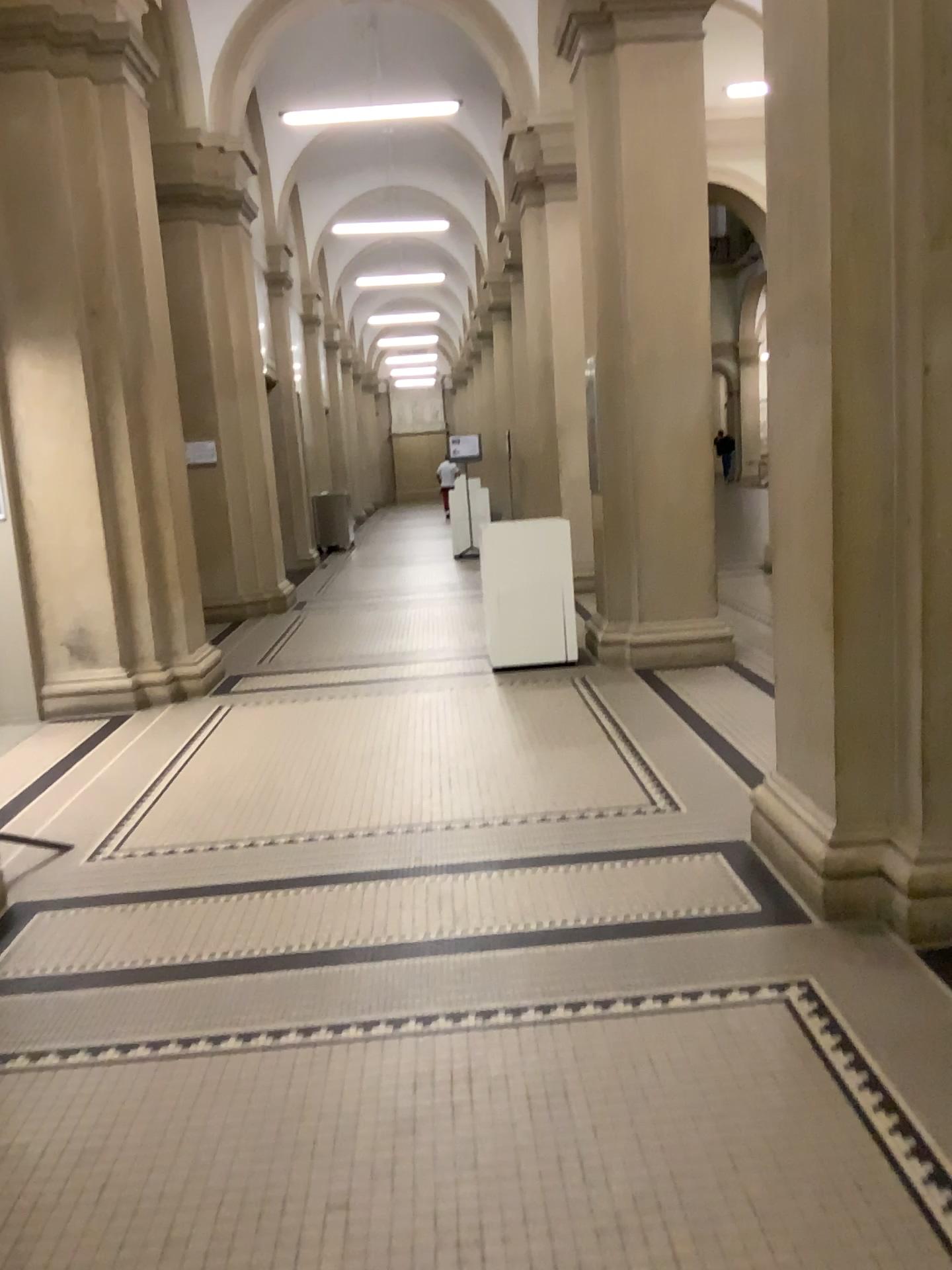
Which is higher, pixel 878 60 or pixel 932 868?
pixel 878 60

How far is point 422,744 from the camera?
5.4m
